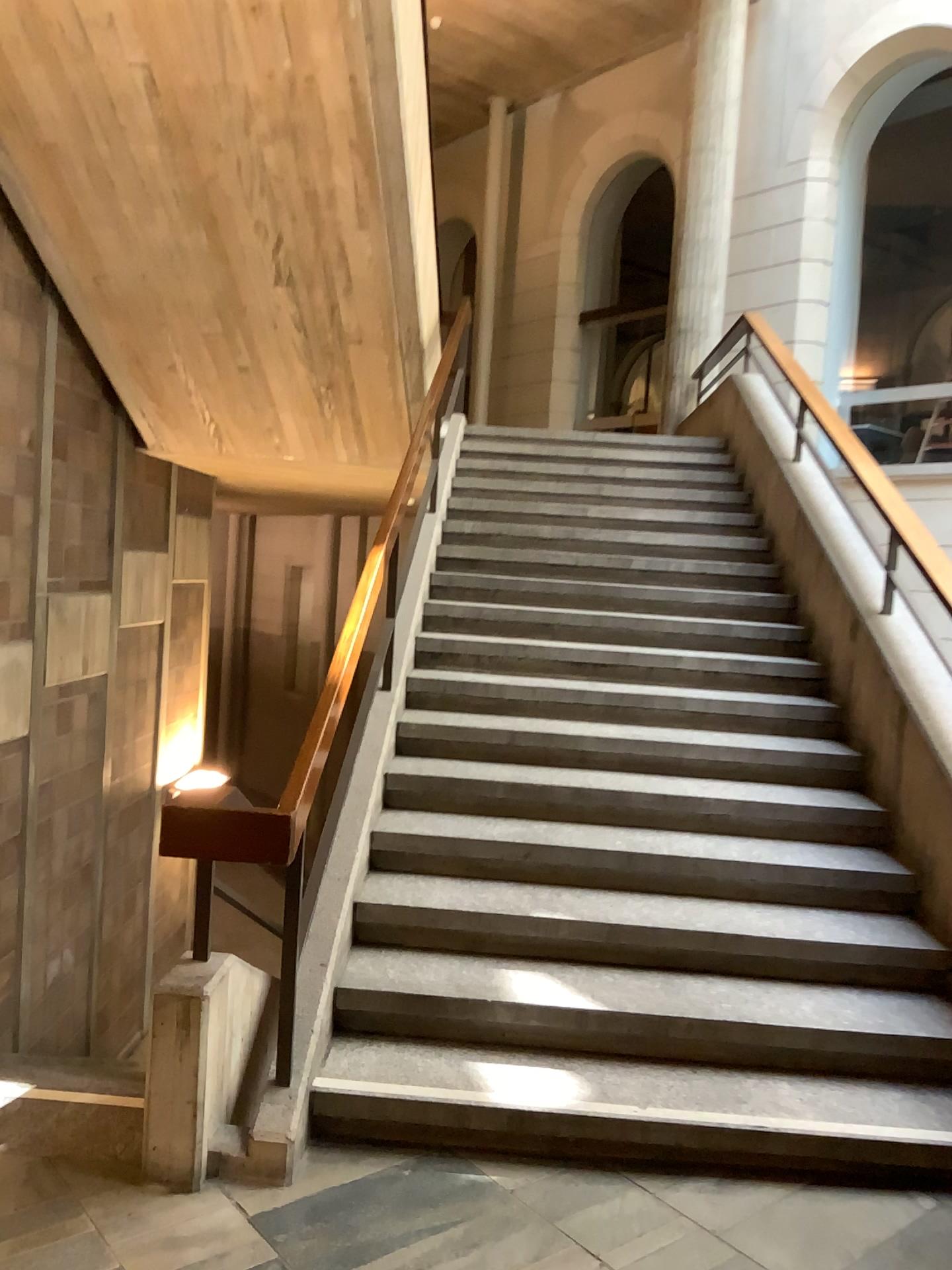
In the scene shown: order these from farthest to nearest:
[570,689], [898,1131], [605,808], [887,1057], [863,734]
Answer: [570,689] < [863,734] < [605,808] < [887,1057] < [898,1131]
